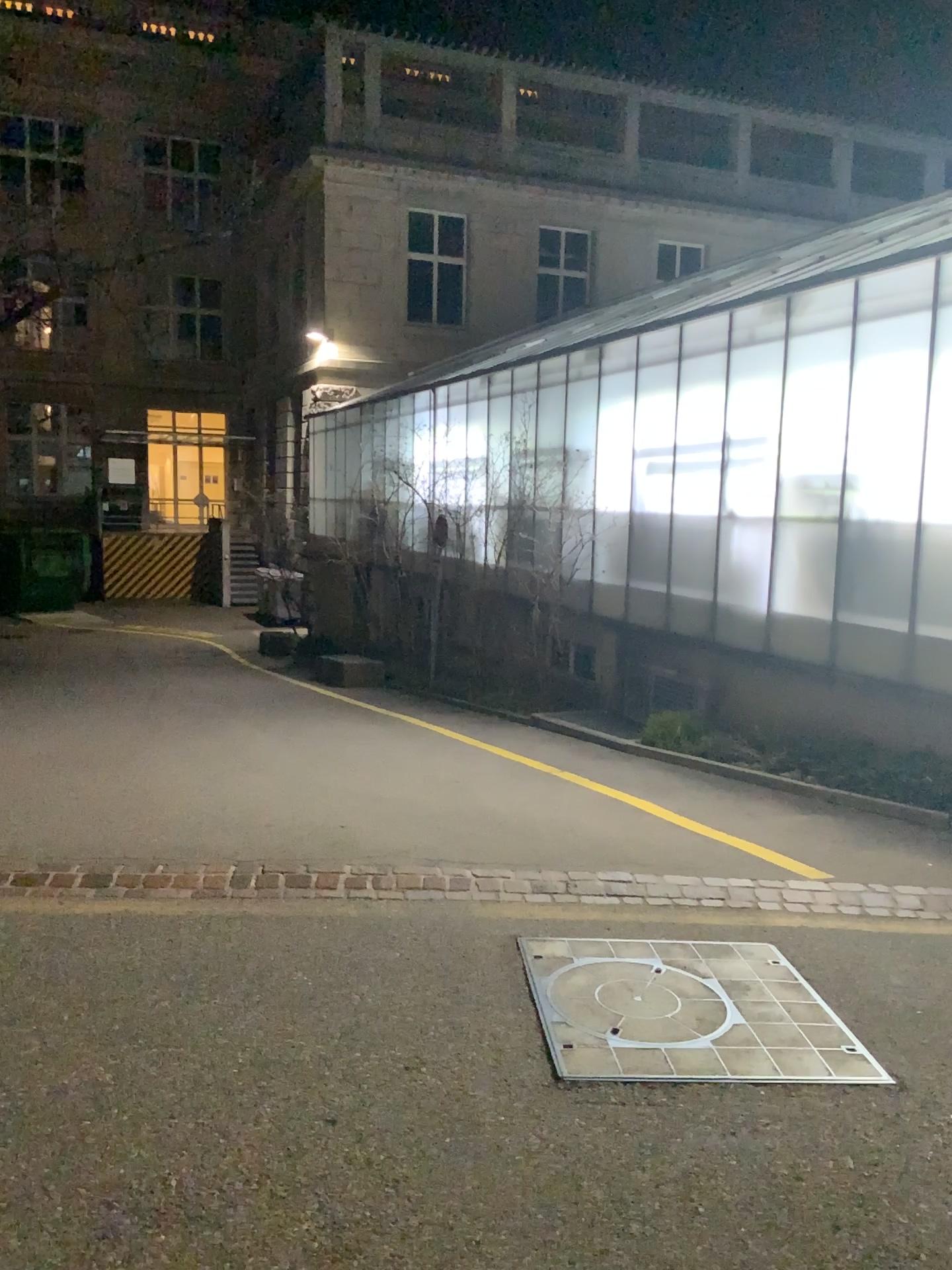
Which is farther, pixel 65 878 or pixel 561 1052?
pixel 65 878

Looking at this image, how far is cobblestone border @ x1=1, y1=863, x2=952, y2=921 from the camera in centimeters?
465cm

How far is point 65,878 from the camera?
4.6m

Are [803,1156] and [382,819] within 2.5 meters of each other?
no

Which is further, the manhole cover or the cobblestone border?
the cobblestone border
